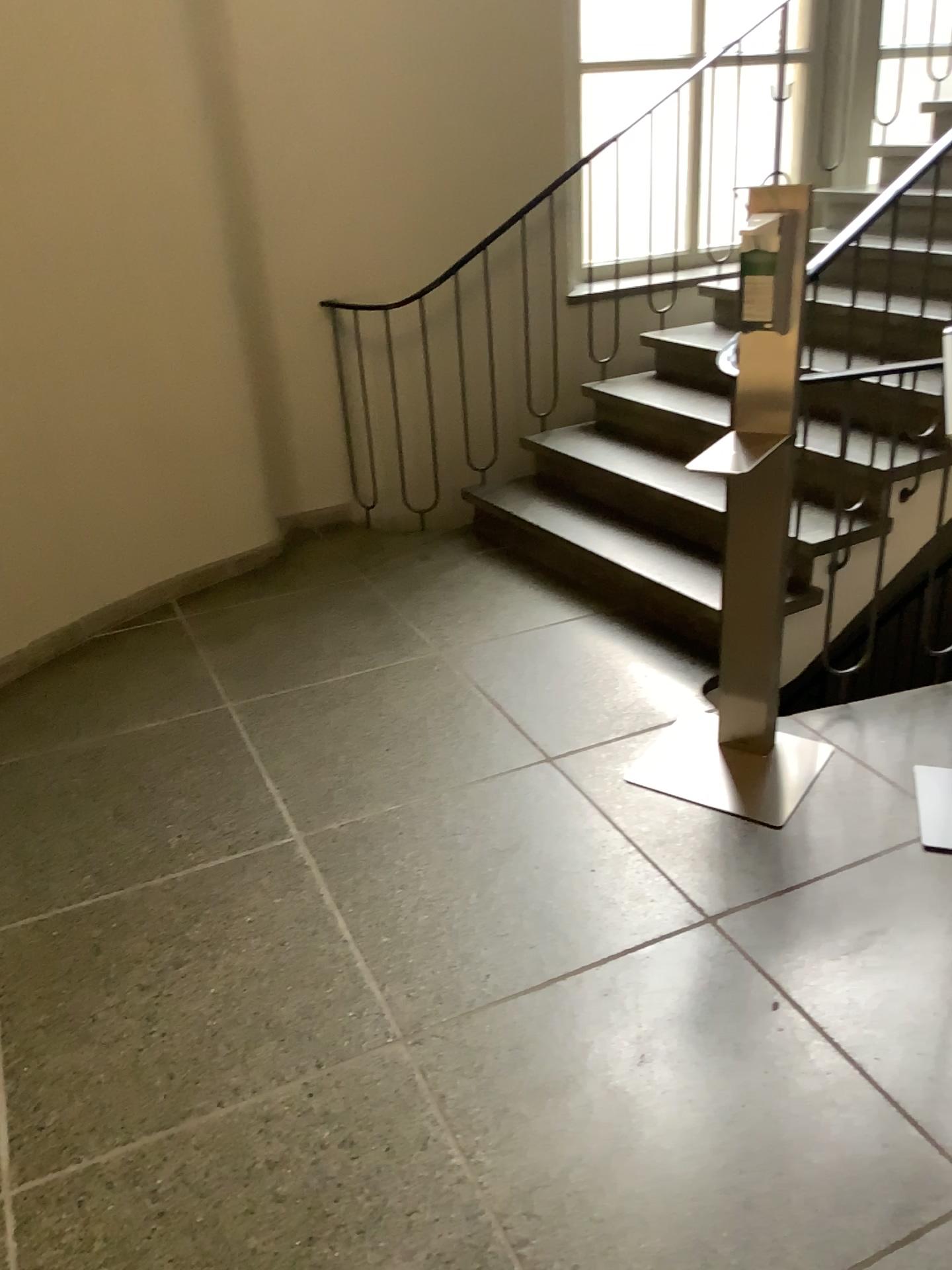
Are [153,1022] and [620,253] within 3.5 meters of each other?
no

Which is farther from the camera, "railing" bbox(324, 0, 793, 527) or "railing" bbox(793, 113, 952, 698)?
"railing" bbox(324, 0, 793, 527)

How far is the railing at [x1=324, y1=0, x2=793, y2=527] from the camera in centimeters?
435cm

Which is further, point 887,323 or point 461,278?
point 461,278

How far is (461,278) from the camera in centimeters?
435cm
